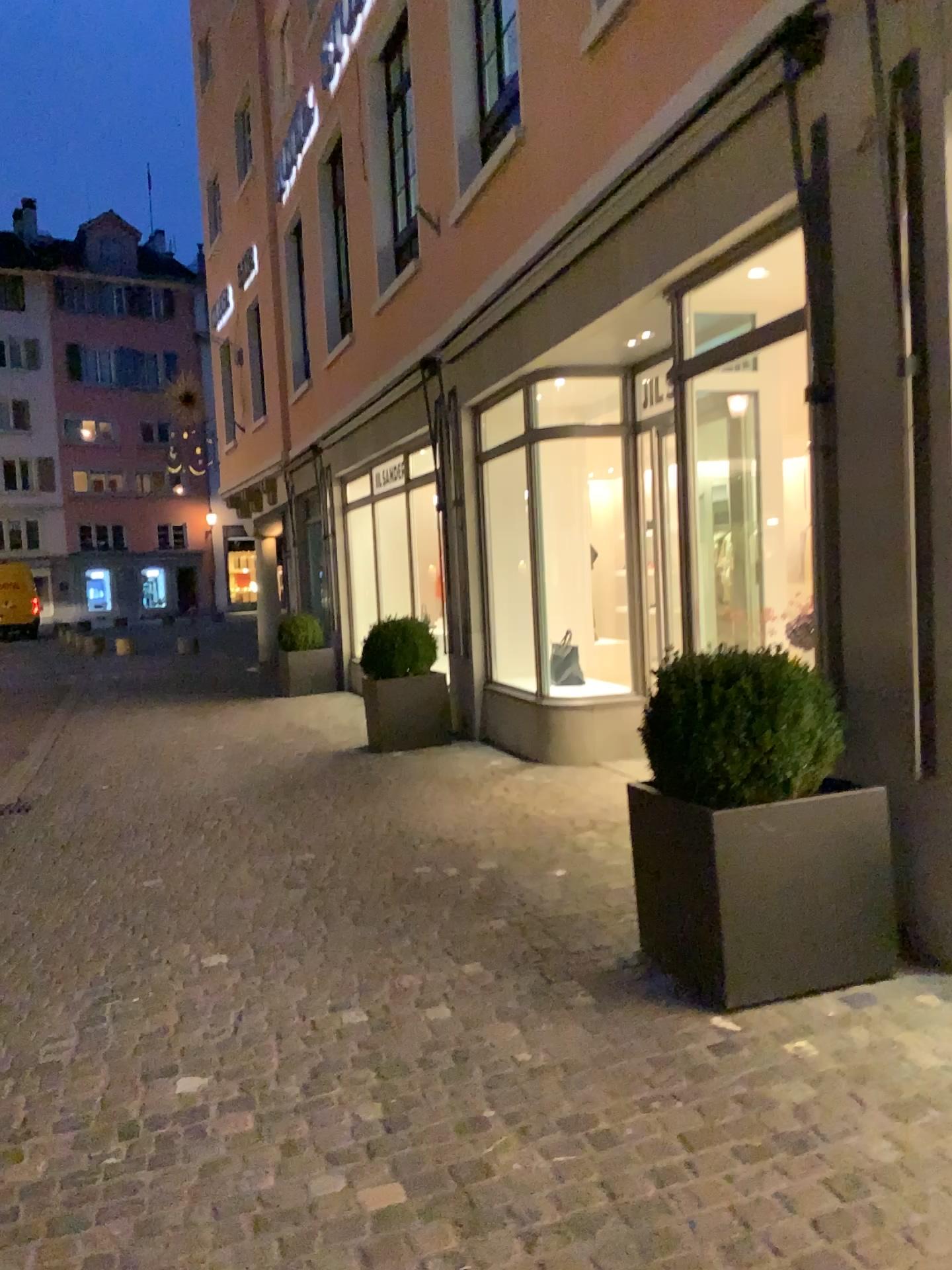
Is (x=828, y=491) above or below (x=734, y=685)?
above

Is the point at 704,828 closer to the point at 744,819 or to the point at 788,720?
the point at 744,819

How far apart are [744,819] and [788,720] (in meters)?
0.34

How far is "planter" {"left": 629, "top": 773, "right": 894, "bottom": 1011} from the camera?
3.1 meters

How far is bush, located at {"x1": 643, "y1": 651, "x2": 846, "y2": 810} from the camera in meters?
3.2

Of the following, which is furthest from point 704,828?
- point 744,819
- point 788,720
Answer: point 788,720

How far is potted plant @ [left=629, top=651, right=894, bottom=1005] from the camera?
3.1 meters
